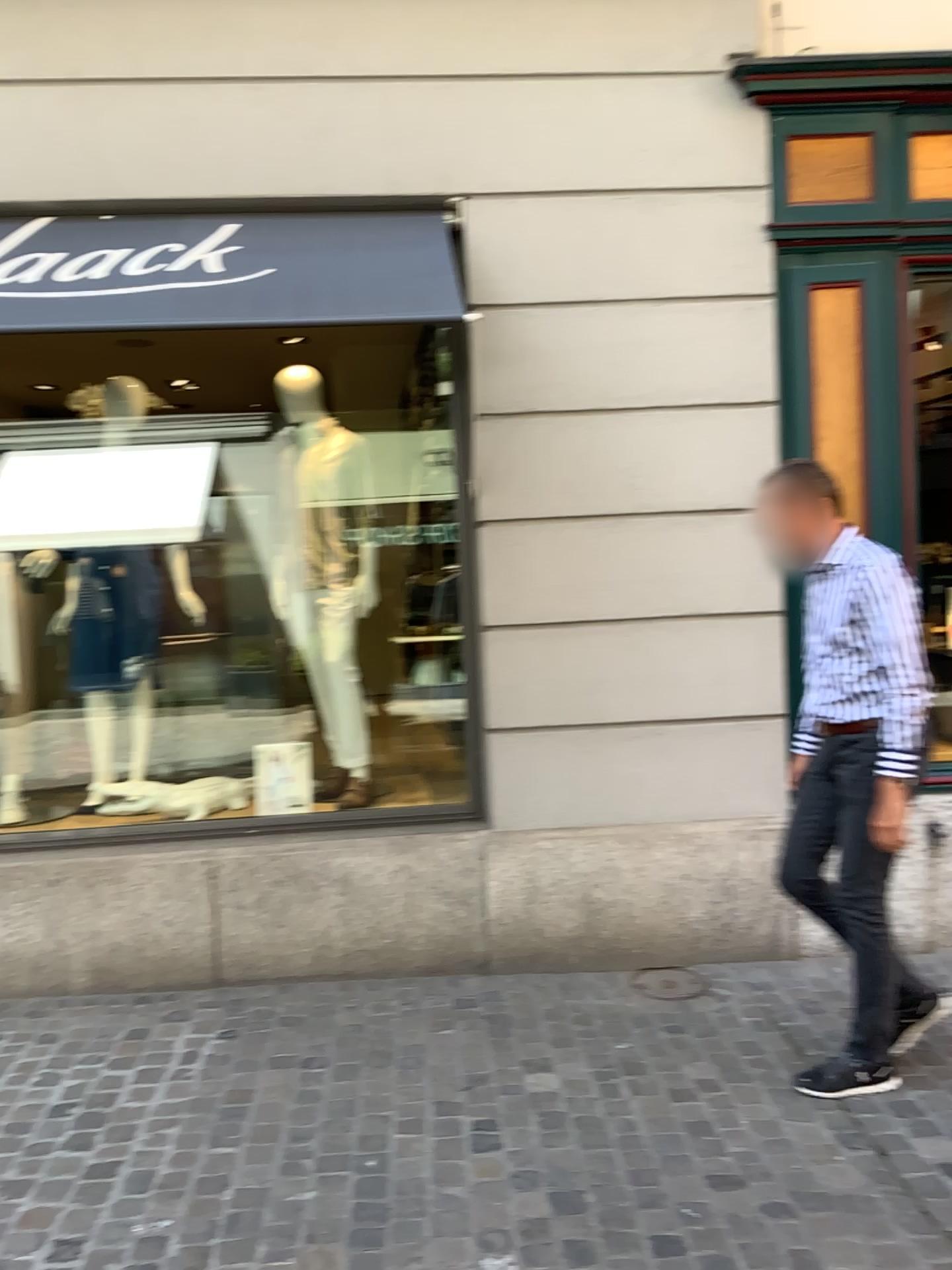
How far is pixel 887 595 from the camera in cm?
293

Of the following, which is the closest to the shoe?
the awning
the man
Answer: the man

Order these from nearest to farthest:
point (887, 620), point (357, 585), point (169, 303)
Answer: point (887, 620) → point (169, 303) → point (357, 585)

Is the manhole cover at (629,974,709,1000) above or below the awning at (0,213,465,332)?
below

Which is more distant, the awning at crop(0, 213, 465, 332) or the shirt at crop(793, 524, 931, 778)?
the awning at crop(0, 213, 465, 332)

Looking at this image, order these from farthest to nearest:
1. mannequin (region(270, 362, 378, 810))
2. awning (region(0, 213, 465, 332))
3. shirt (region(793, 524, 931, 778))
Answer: mannequin (region(270, 362, 378, 810)) < awning (region(0, 213, 465, 332)) < shirt (region(793, 524, 931, 778))

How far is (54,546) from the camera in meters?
4.6 m

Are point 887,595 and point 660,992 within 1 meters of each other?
no

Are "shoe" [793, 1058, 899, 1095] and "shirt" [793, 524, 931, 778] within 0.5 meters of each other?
no

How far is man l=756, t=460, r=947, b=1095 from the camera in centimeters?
293cm
